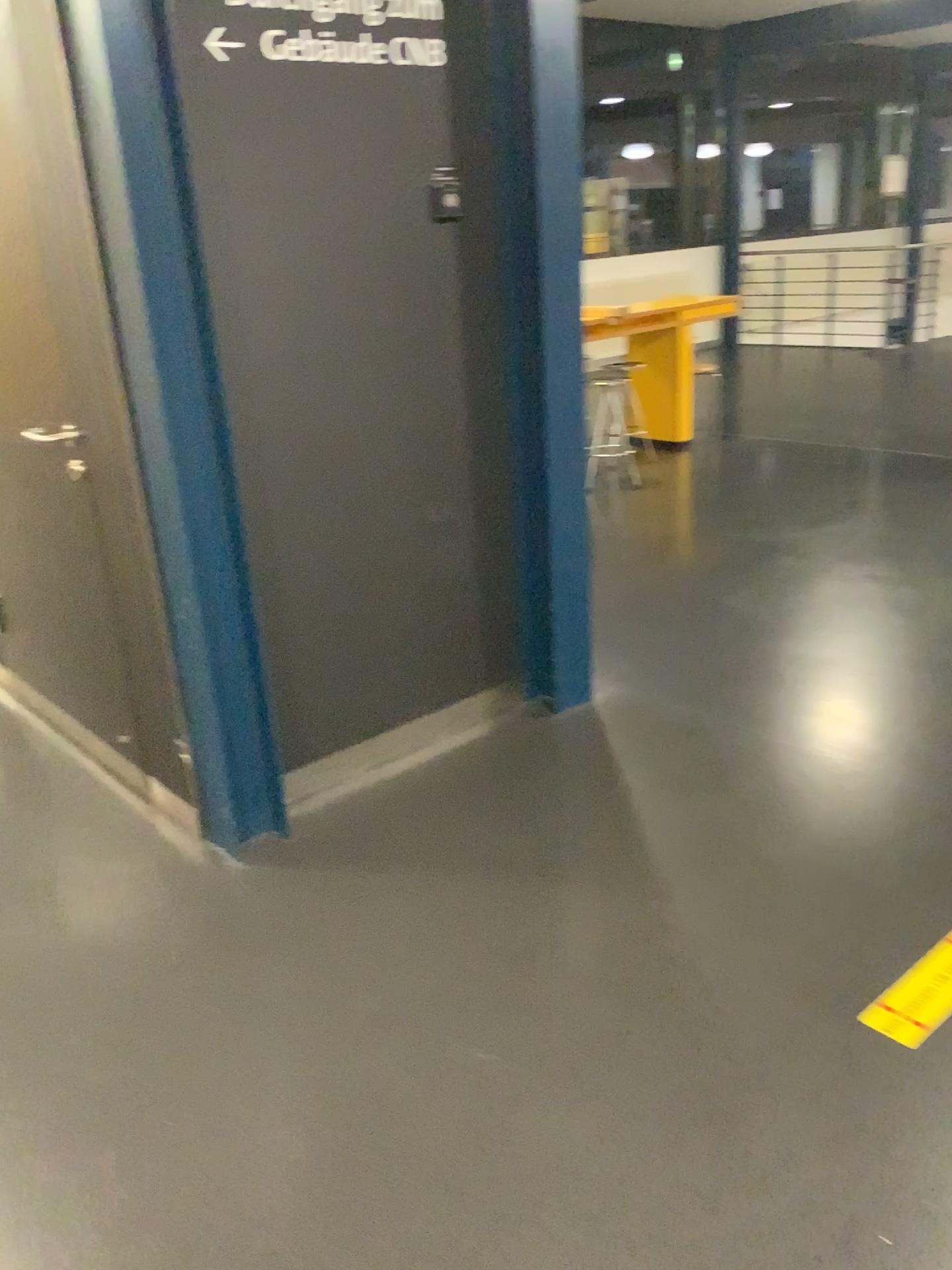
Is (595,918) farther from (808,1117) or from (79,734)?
(79,734)
